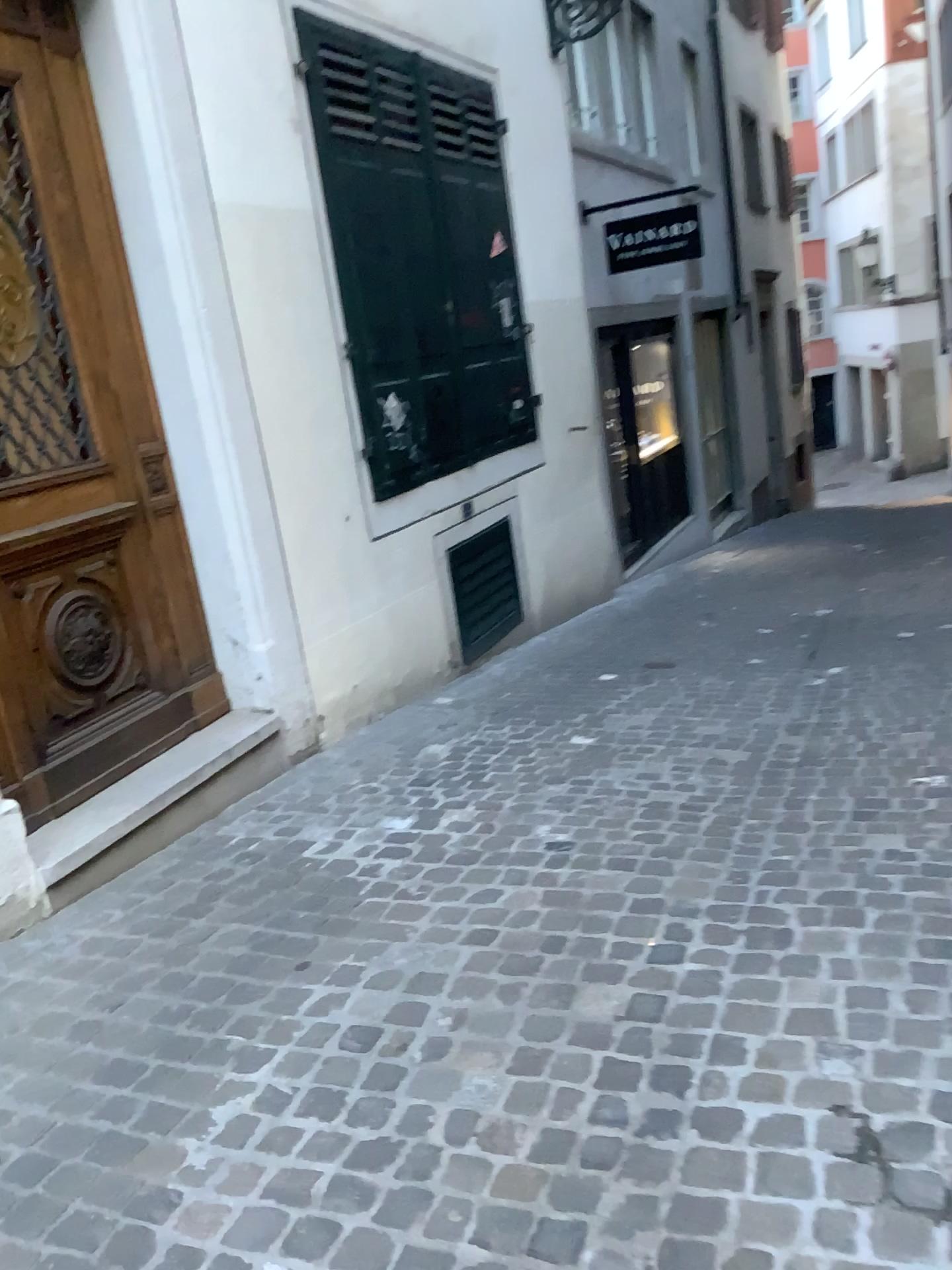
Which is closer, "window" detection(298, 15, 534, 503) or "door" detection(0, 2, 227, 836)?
"door" detection(0, 2, 227, 836)

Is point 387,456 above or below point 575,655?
above

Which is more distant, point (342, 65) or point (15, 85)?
point (342, 65)
